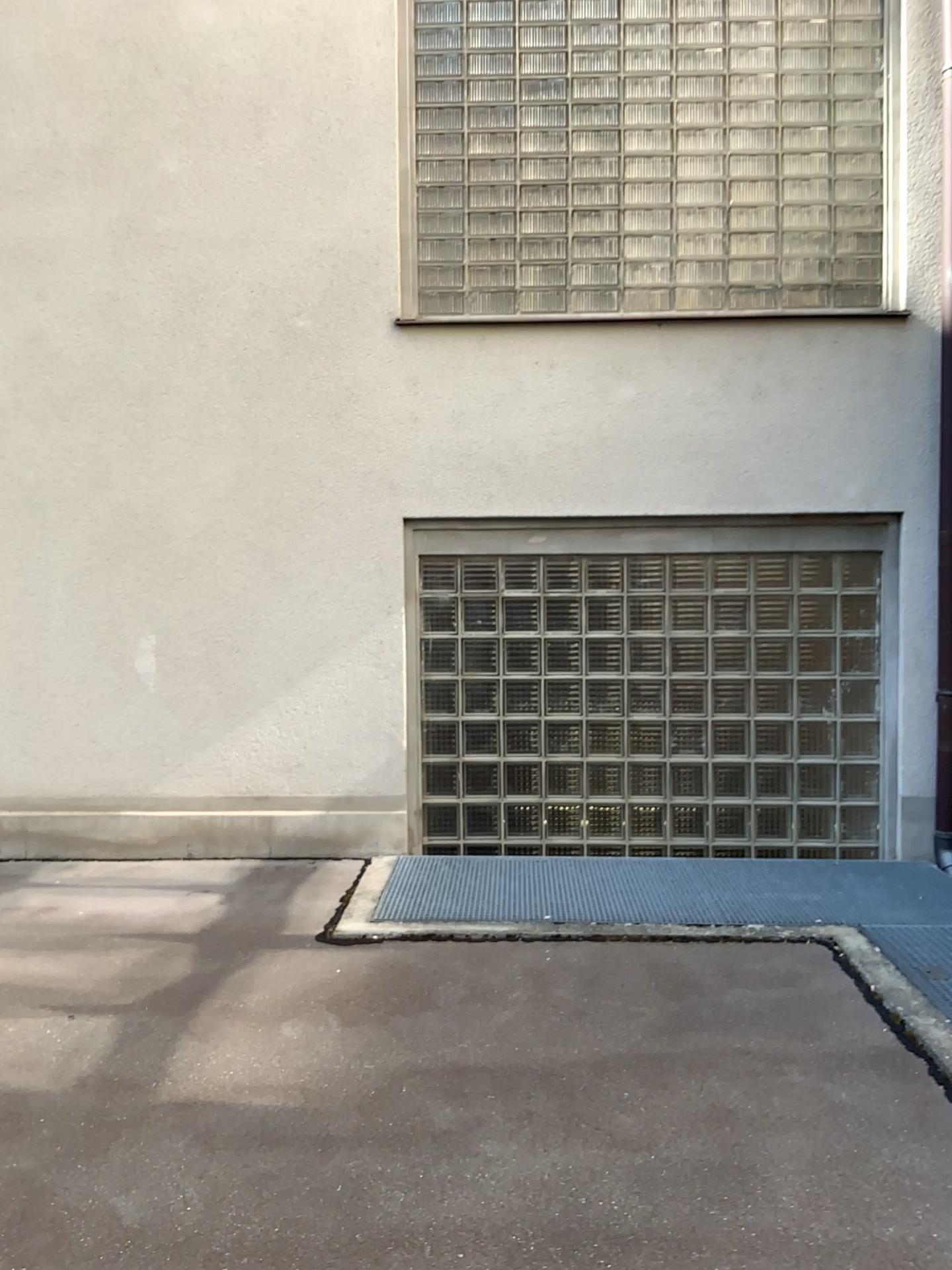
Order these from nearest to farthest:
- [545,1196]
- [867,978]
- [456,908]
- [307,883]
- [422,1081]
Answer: [545,1196]
[422,1081]
[867,978]
[456,908]
[307,883]
